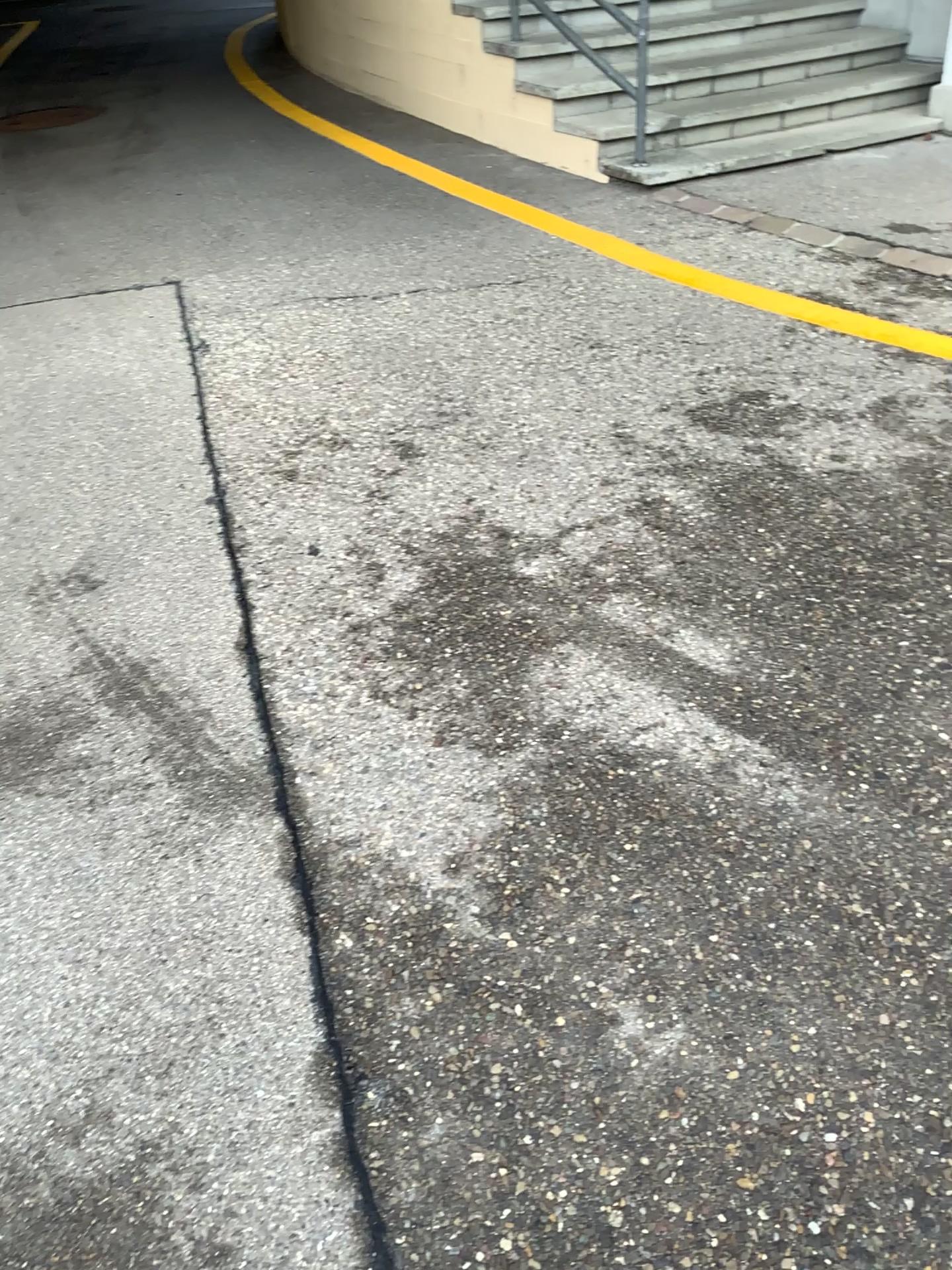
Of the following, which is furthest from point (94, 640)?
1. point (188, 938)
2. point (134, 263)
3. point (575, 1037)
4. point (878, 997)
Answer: point (134, 263)
